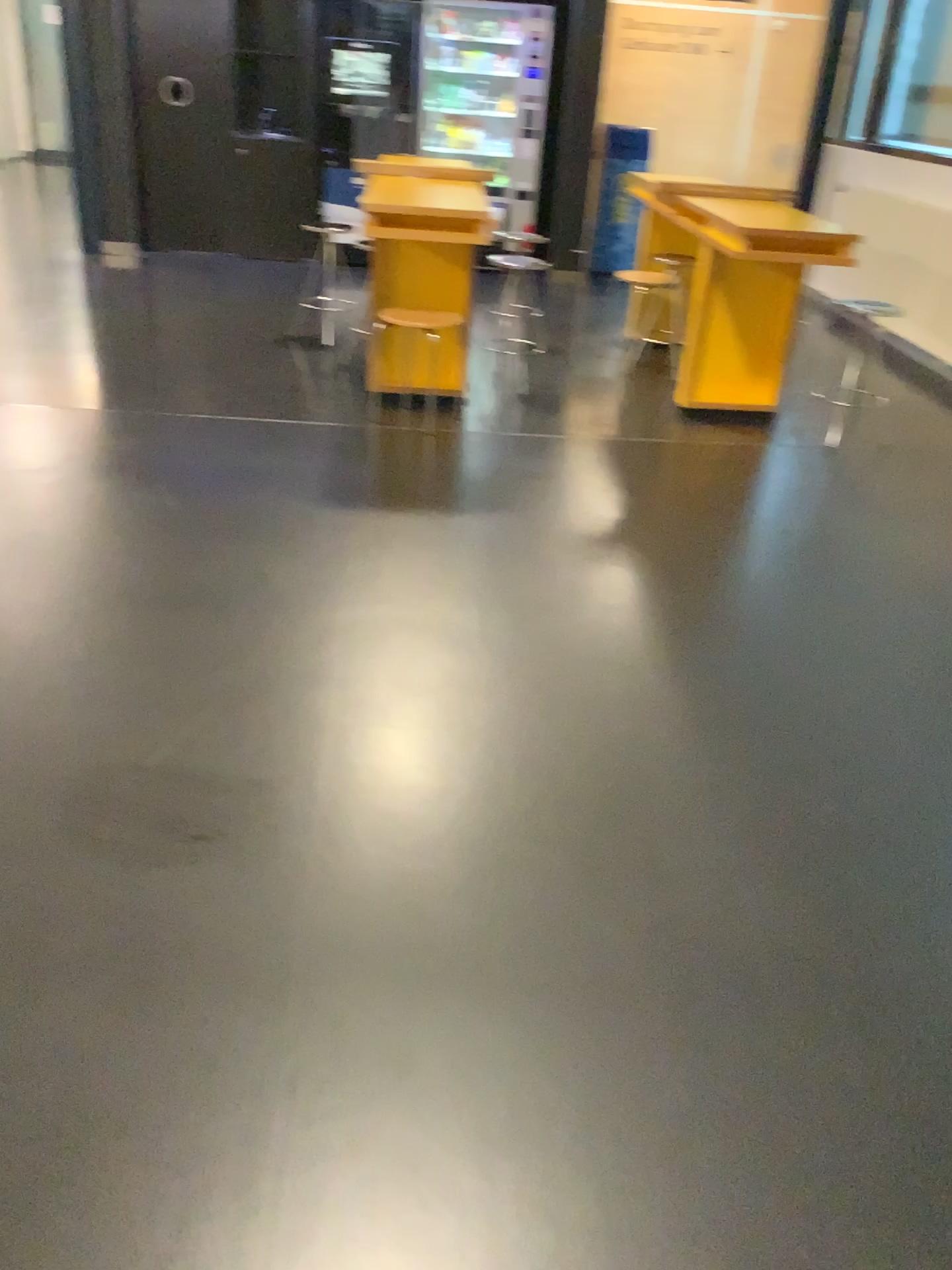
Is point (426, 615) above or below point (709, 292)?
below
